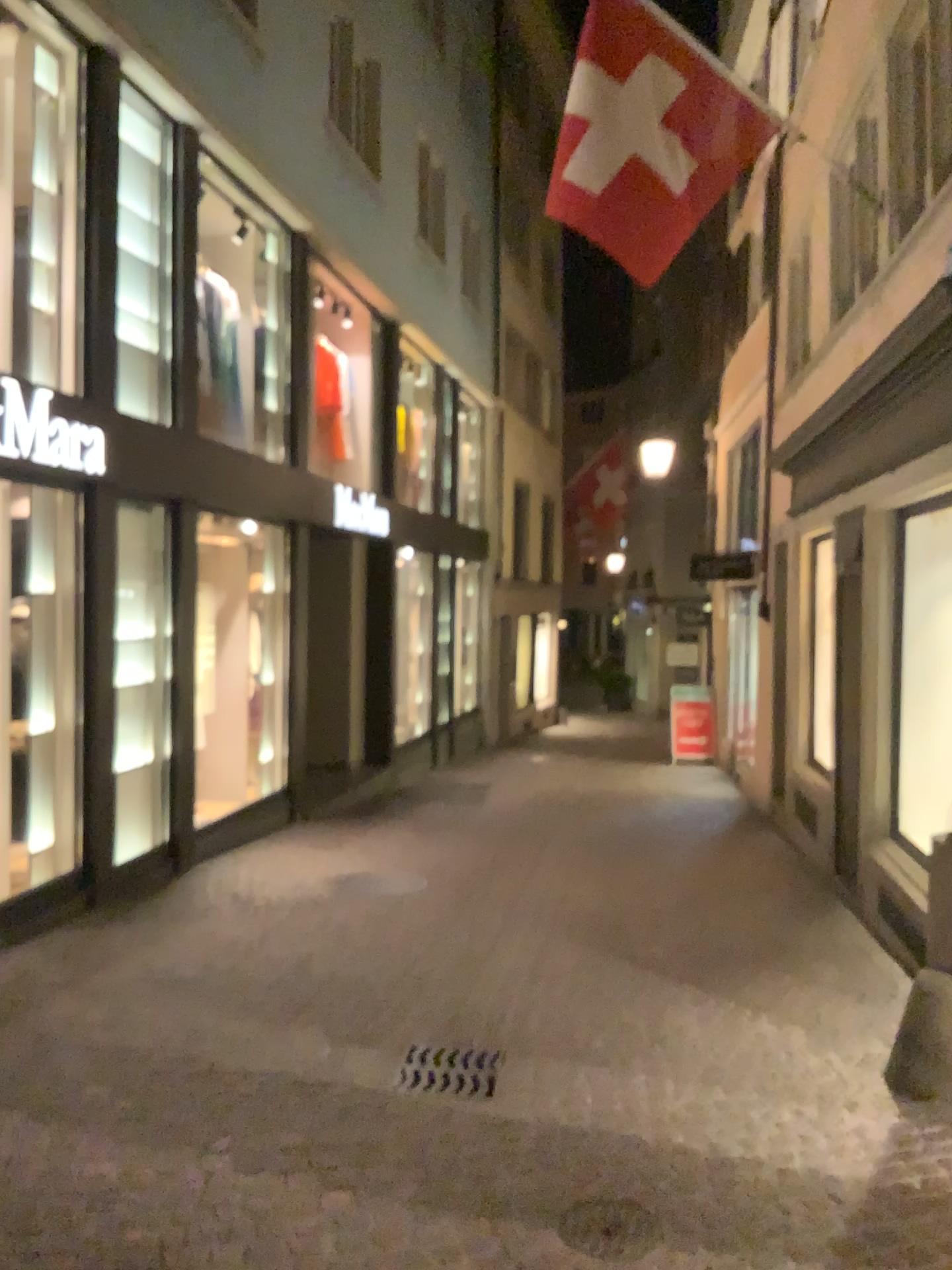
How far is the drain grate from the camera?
3.87m

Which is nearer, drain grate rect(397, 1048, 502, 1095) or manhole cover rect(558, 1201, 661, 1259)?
manhole cover rect(558, 1201, 661, 1259)

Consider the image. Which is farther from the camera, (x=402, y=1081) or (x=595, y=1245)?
(x=402, y=1081)

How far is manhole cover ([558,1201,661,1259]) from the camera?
2.81m

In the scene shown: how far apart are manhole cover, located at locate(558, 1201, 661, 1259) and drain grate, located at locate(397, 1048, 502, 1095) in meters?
0.8

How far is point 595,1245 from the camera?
2.8 meters

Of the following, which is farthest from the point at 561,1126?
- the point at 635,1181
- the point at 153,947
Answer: the point at 153,947

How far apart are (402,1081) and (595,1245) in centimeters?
121cm
